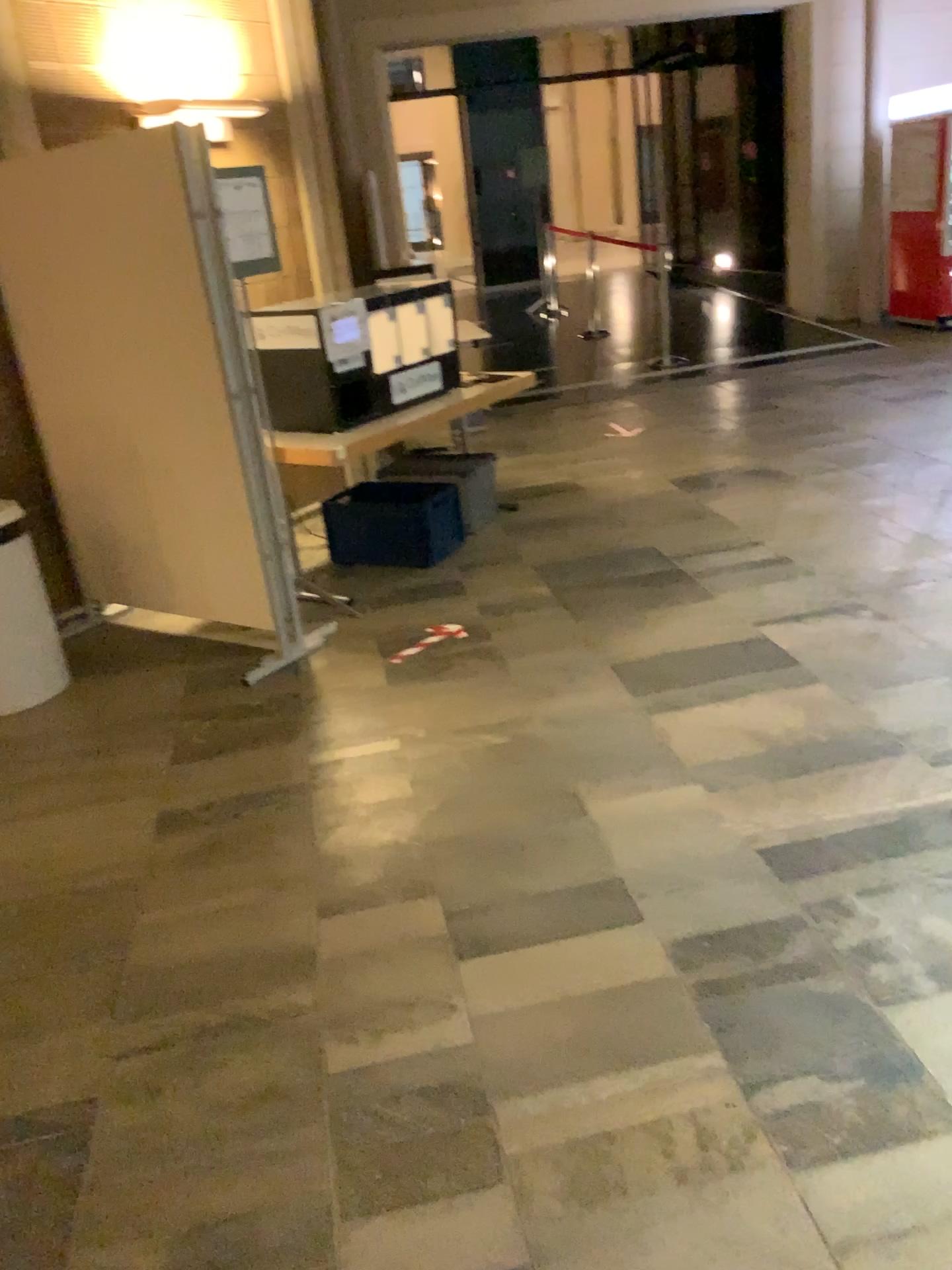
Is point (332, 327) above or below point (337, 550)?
above

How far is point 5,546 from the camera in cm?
390

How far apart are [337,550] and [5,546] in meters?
1.6

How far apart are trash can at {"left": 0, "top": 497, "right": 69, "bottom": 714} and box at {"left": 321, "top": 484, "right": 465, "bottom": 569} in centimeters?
150cm

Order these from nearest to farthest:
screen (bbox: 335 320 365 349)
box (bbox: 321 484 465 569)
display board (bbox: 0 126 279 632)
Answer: display board (bbox: 0 126 279 632), screen (bbox: 335 320 365 349), box (bbox: 321 484 465 569)

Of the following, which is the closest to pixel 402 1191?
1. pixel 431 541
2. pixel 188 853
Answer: pixel 188 853

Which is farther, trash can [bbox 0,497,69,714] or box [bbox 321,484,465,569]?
box [bbox 321,484,465,569]

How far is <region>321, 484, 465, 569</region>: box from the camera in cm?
514

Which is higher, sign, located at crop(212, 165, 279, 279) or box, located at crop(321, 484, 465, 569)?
sign, located at crop(212, 165, 279, 279)

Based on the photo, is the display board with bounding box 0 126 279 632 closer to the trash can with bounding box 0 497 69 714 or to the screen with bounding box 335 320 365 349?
the trash can with bounding box 0 497 69 714
